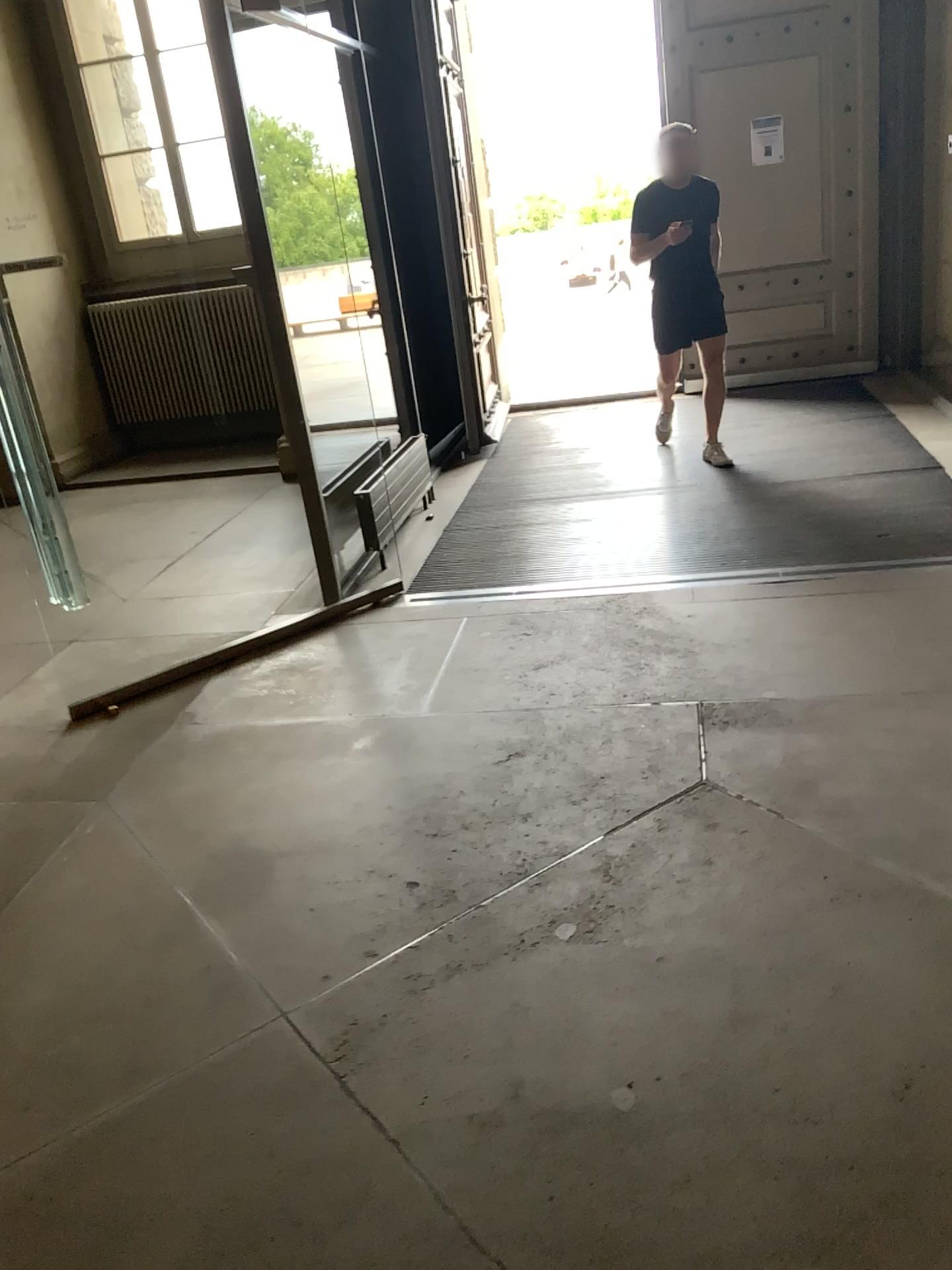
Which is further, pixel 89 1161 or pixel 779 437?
pixel 779 437
